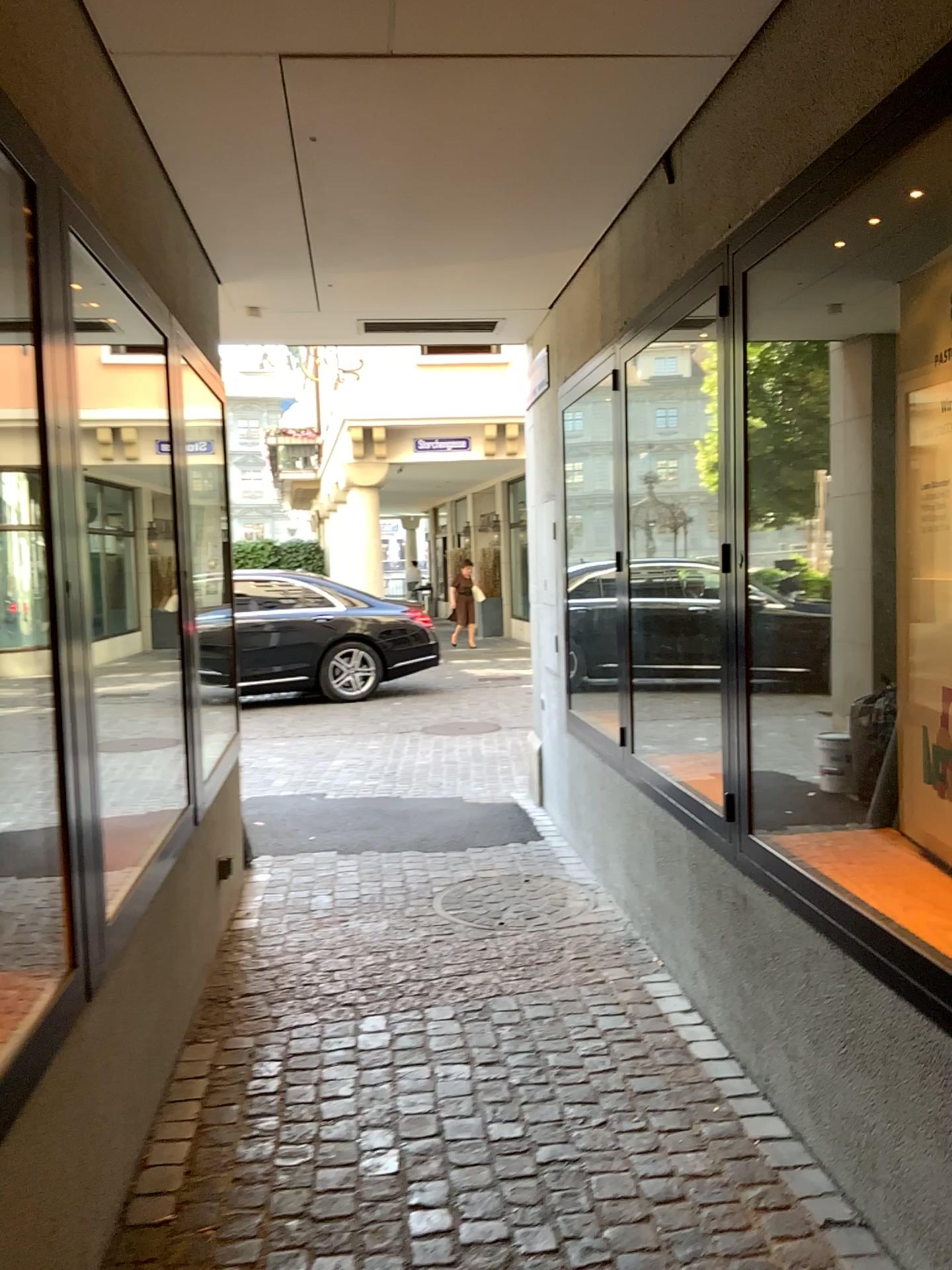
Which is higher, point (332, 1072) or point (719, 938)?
point (719, 938)
